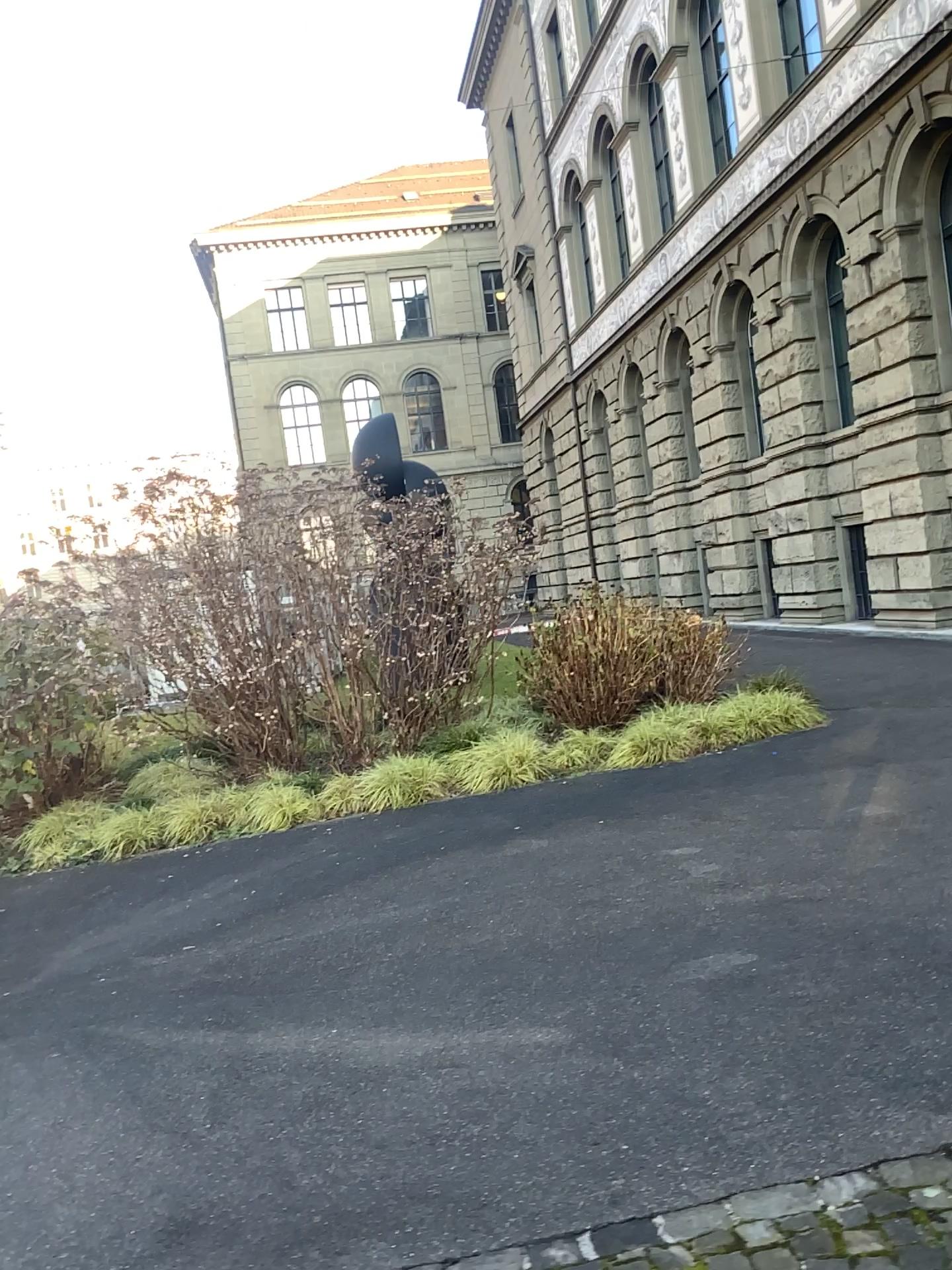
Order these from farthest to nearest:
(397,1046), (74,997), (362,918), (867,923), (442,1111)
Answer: (362,918) → (74,997) → (867,923) → (397,1046) → (442,1111)
